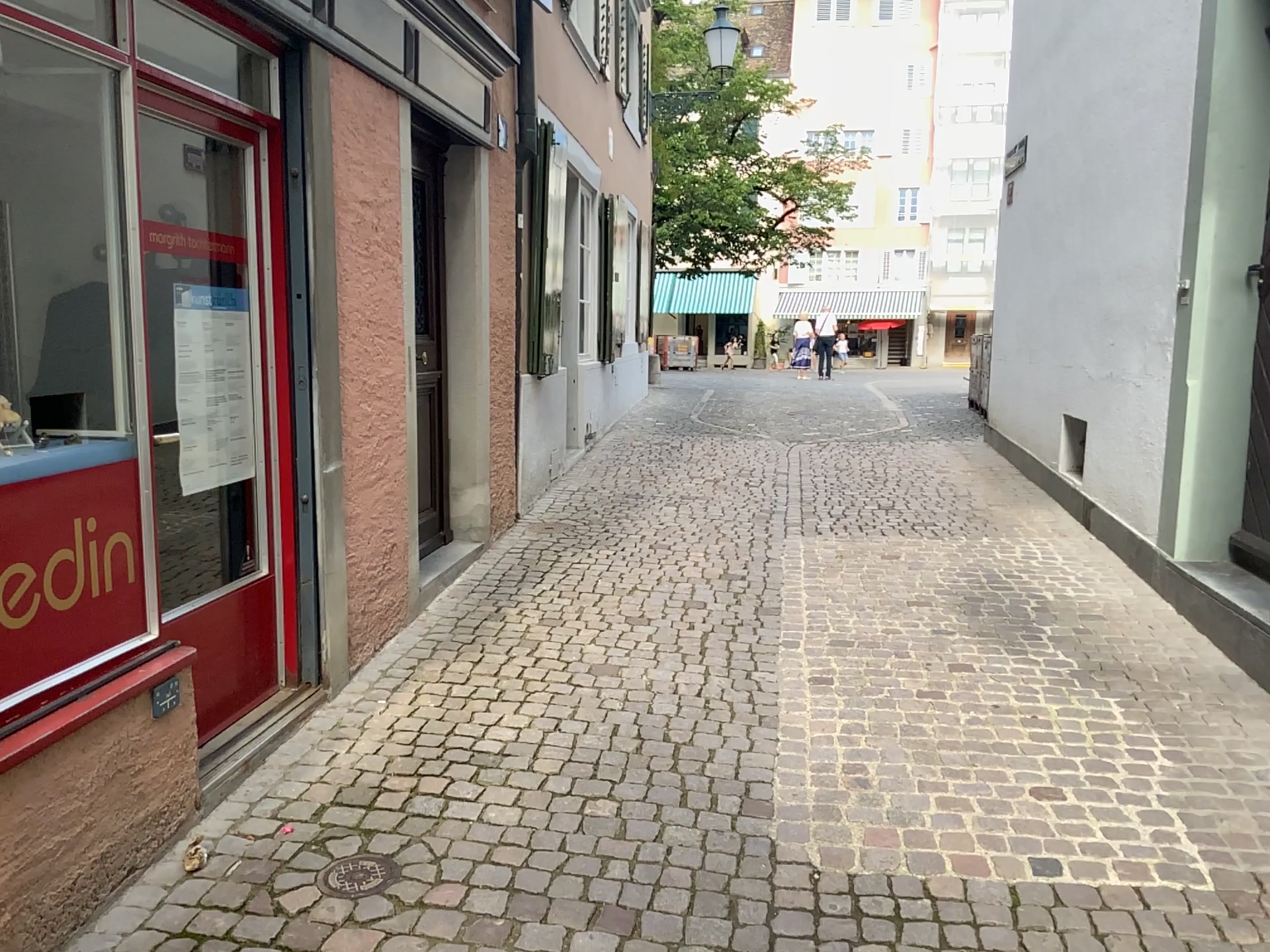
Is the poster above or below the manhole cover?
above

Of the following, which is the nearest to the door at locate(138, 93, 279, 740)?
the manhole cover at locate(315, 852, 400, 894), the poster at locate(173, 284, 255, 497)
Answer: the poster at locate(173, 284, 255, 497)

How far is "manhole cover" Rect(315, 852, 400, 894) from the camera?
2.5m

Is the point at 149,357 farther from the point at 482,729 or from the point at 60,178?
the point at 482,729

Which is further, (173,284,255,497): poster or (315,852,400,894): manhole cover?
(173,284,255,497): poster

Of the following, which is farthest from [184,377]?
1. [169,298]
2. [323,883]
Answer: [323,883]

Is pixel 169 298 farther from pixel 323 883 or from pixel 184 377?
pixel 323 883

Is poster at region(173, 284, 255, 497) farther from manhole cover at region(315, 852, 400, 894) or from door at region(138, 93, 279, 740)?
manhole cover at region(315, 852, 400, 894)

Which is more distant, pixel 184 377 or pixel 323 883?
pixel 184 377
